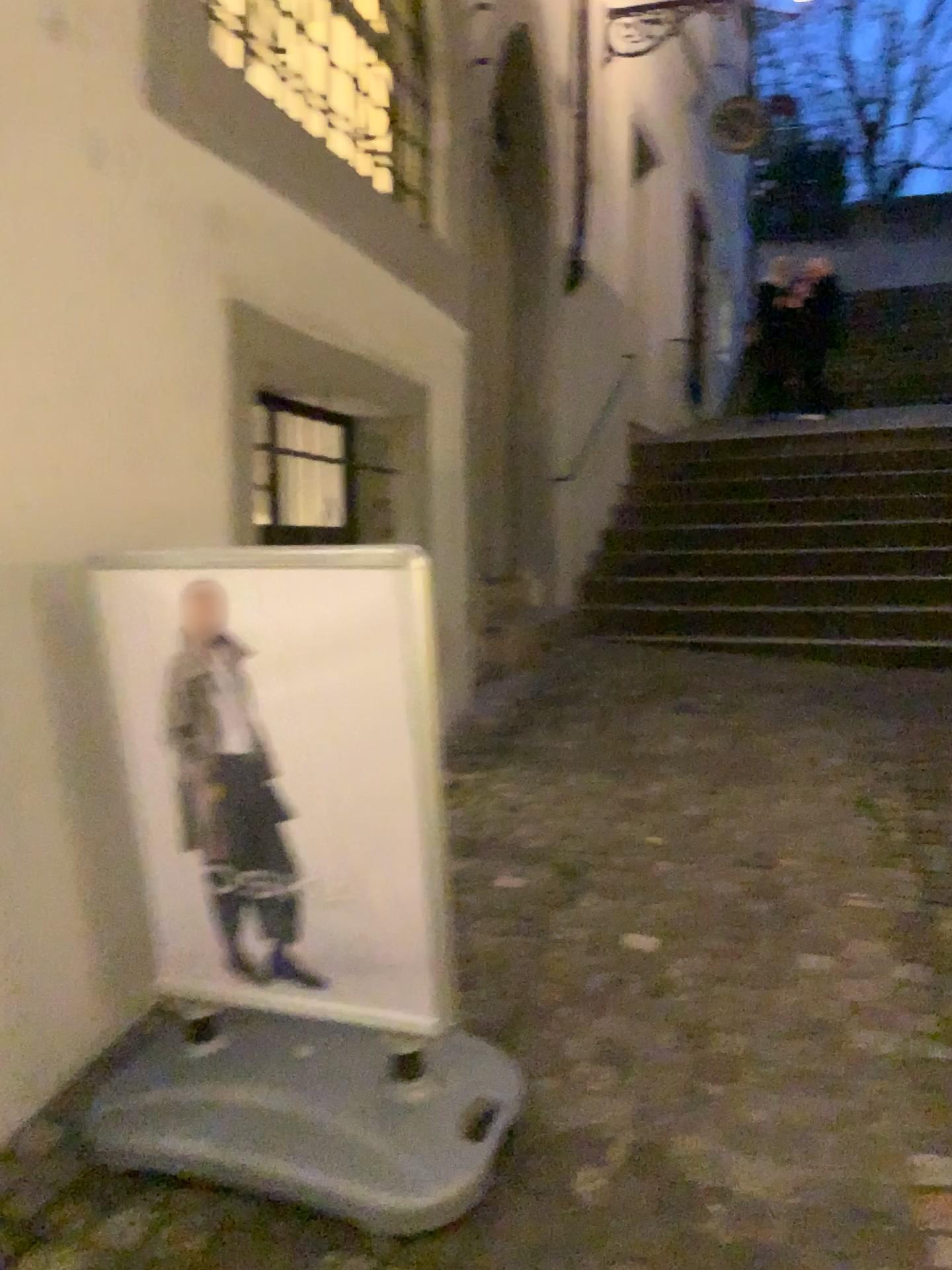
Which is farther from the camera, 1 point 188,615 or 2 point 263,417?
2 point 263,417

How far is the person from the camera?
1.9m

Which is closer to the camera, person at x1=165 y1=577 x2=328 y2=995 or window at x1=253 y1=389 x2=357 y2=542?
person at x1=165 y1=577 x2=328 y2=995

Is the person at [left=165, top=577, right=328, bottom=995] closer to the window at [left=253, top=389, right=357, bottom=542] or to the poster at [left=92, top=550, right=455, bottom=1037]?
the poster at [left=92, top=550, right=455, bottom=1037]

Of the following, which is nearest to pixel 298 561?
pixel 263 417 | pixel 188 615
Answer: pixel 188 615

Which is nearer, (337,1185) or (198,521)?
(337,1185)

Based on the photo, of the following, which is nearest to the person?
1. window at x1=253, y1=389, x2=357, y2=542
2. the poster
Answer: → the poster

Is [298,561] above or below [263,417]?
below

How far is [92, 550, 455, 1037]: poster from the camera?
1.82m
